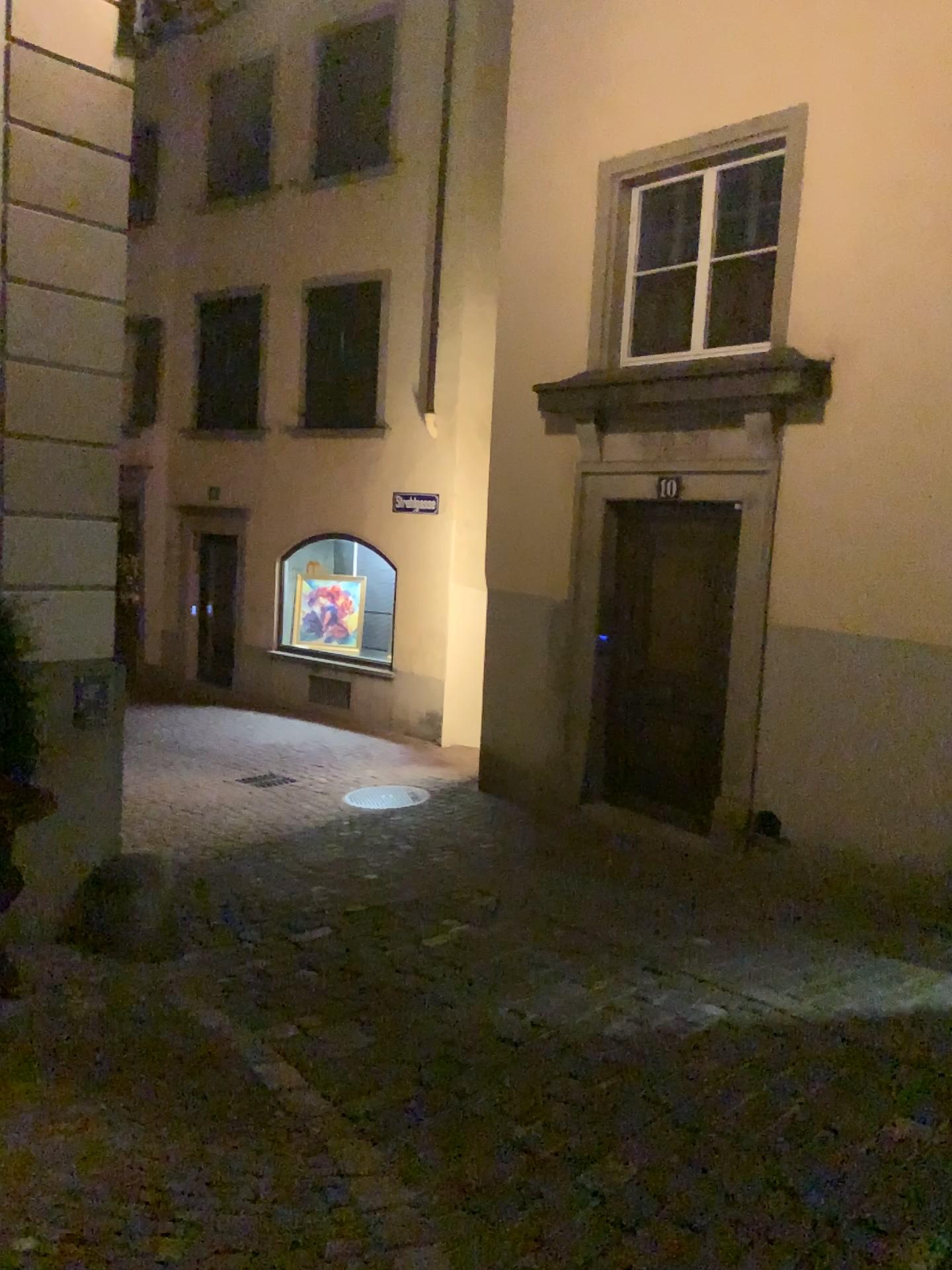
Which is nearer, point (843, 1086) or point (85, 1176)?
point (85, 1176)
